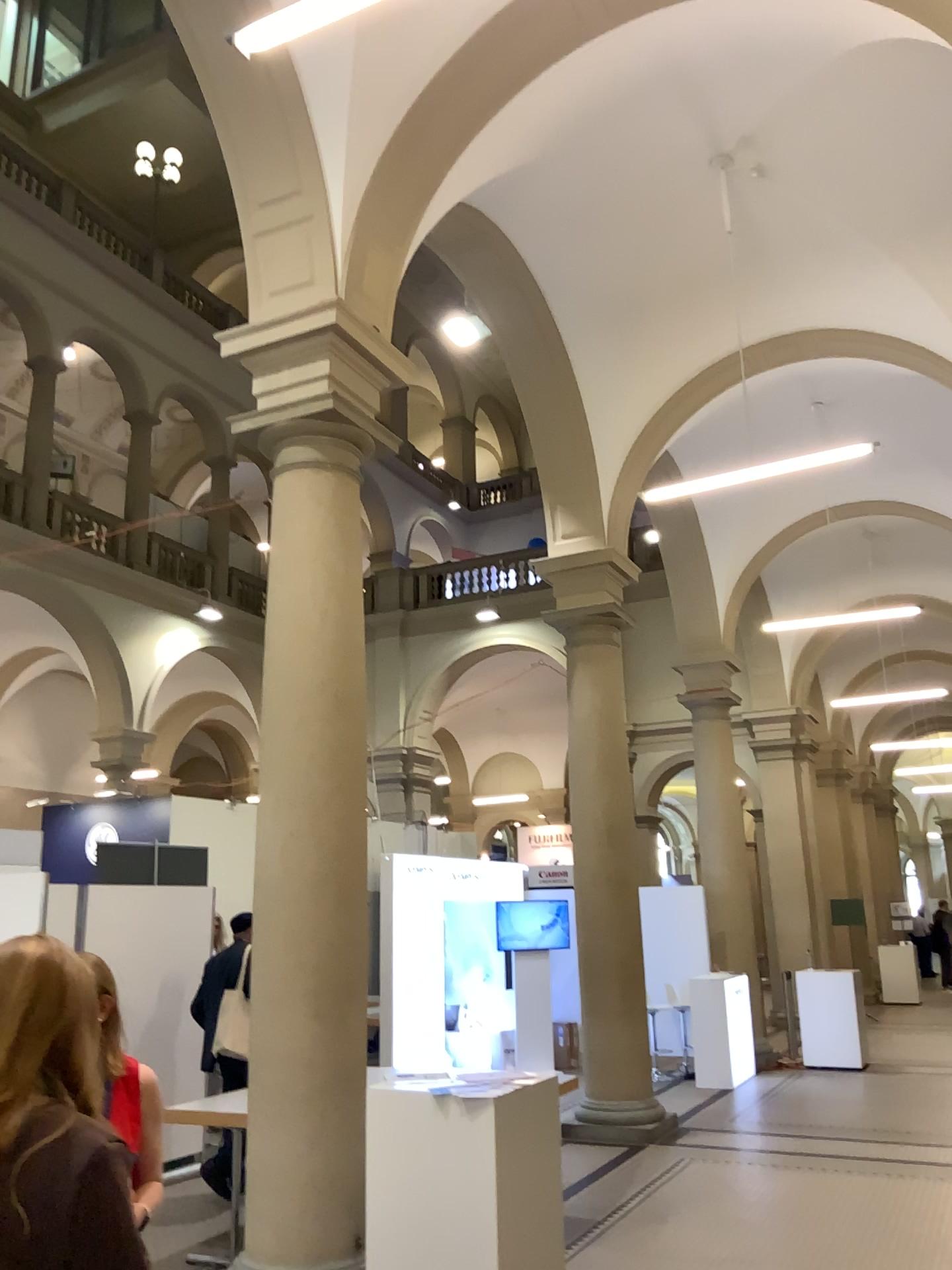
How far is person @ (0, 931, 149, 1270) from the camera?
1.6m

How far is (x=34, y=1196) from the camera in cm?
156

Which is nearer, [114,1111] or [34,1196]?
[34,1196]

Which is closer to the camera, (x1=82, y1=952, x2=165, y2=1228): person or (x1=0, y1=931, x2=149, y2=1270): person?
(x1=0, y1=931, x2=149, y2=1270): person

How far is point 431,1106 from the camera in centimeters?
422cm
